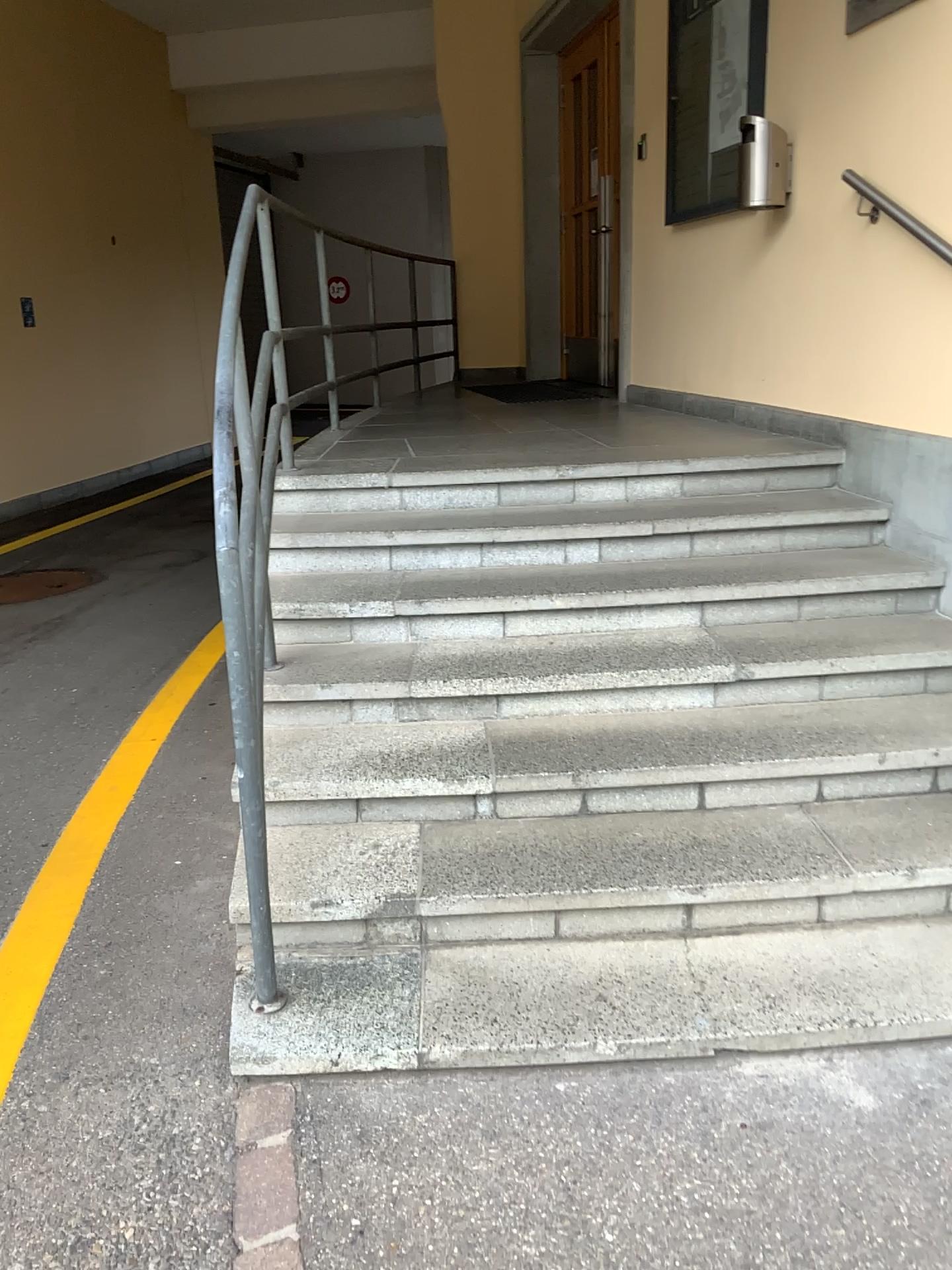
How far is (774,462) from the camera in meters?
4.0 m

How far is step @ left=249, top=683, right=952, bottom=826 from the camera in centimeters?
263cm

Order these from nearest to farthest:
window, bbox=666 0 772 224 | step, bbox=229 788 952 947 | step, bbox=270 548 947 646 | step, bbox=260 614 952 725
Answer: step, bbox=229 788 952 947 → step, bbox=260 614 952 725 → step, bbox=270 548 947 646 → window, bbox=666 0 772 224

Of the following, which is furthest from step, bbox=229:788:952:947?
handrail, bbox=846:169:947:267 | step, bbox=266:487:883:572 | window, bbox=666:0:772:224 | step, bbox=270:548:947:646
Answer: window, bbox=666:0:772:224

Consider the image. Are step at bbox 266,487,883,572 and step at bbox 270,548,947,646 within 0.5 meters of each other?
yes

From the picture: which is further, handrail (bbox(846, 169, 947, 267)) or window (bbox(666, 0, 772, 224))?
window (bbox(666, 0, 772, 224))

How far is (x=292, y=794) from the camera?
2.6 meters

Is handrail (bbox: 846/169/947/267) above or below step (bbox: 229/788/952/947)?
above

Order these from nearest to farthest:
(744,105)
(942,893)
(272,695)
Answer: (942,893) < (272,695) < (744,105)

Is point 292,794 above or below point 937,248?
below
